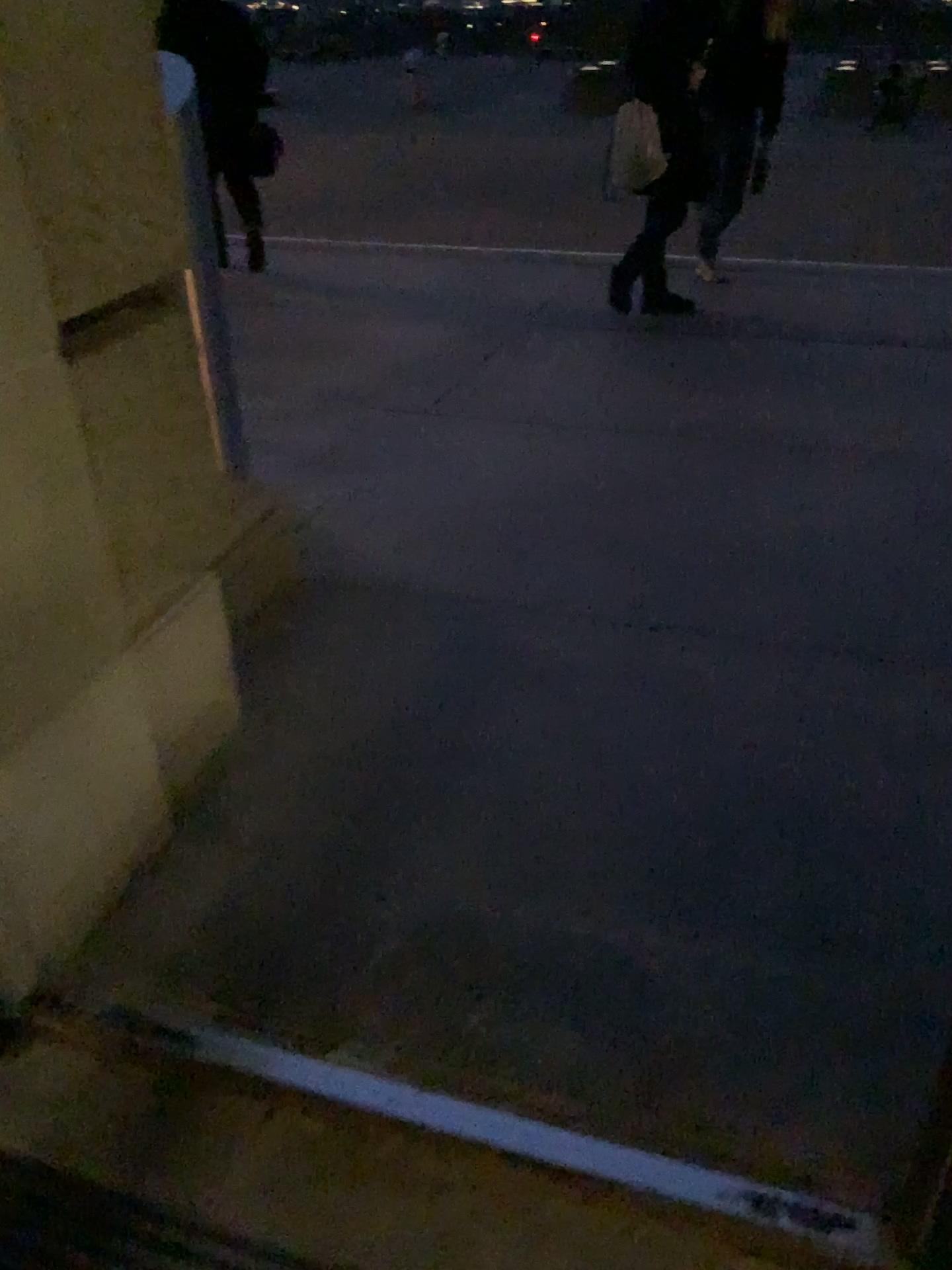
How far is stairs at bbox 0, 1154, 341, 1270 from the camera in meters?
1.4

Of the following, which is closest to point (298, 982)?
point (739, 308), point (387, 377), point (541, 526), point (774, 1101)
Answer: point (774, 1101)

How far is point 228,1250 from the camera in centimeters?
141cm
